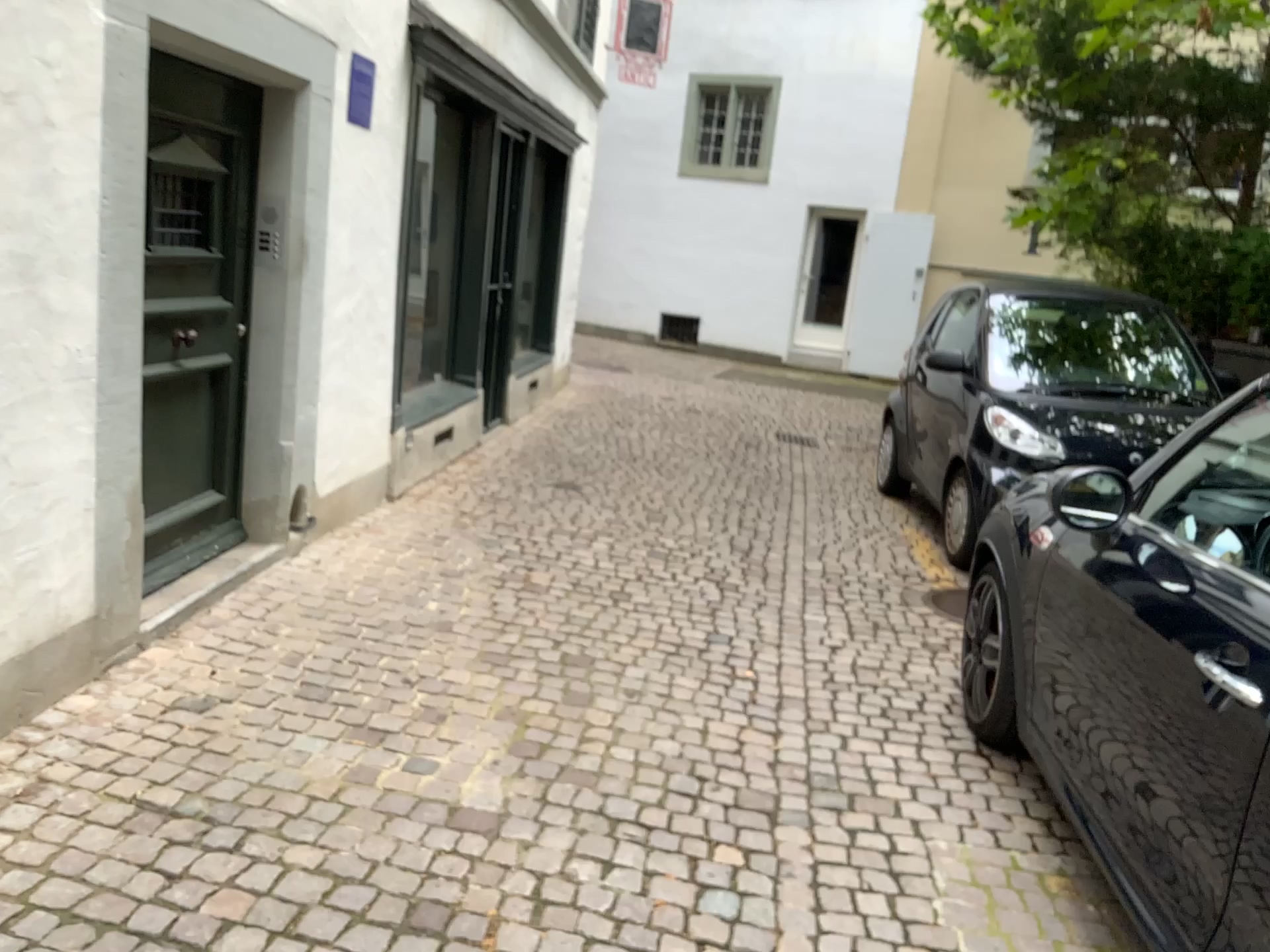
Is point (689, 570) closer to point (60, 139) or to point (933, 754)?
point (933, 754)

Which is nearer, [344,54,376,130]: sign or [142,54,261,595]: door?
[142,54,261,595]: door

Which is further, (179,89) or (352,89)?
(352,89)
